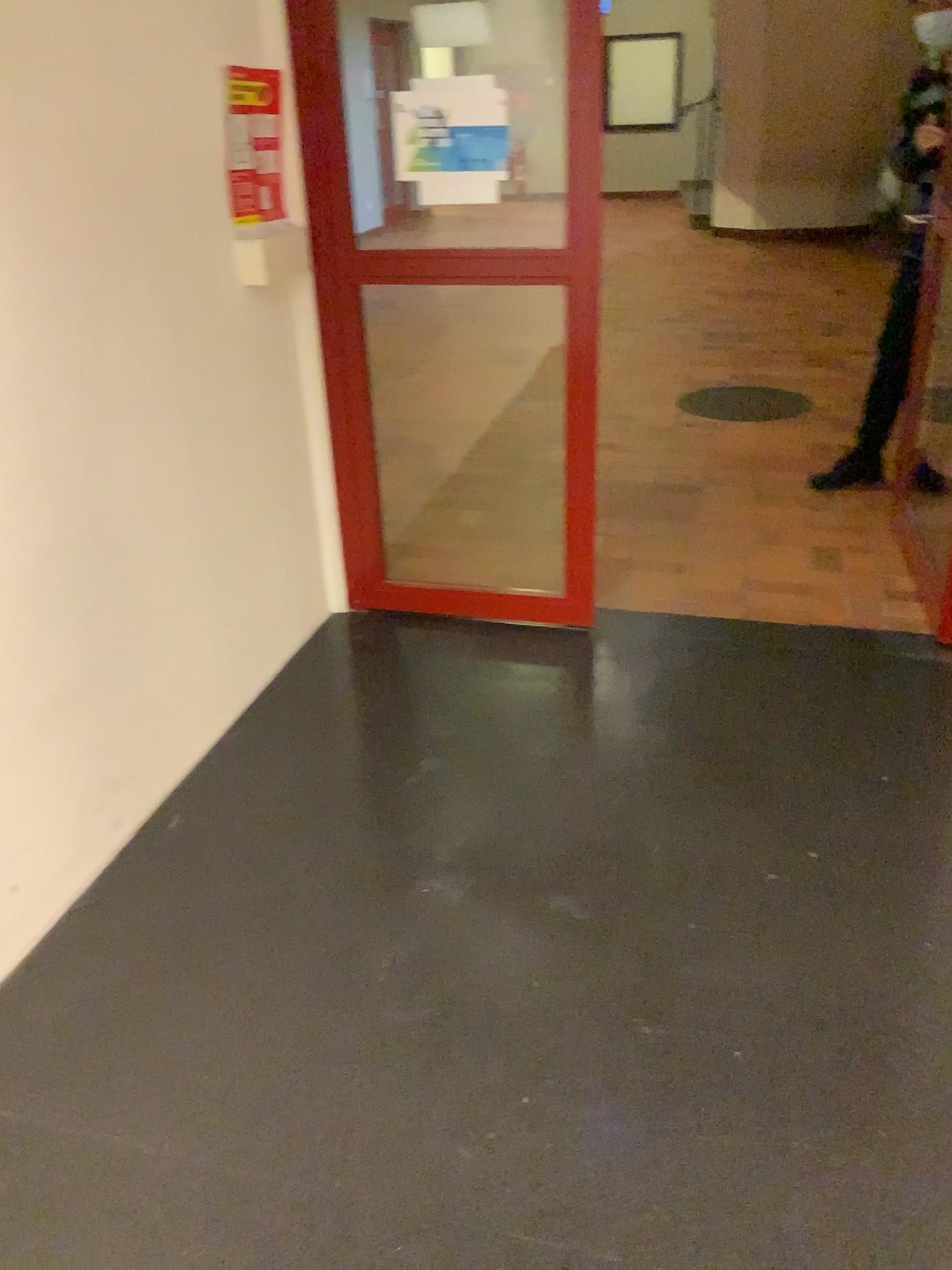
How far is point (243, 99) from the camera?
2.5m

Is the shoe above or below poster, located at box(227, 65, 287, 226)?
below

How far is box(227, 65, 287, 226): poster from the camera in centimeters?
246cm

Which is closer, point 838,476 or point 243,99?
point 243,99

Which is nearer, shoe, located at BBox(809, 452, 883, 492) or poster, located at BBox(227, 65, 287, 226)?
poster, located at BBox(227, 65, 287, 226)

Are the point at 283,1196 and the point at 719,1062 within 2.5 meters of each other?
yes

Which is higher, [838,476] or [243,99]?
[243,99]
